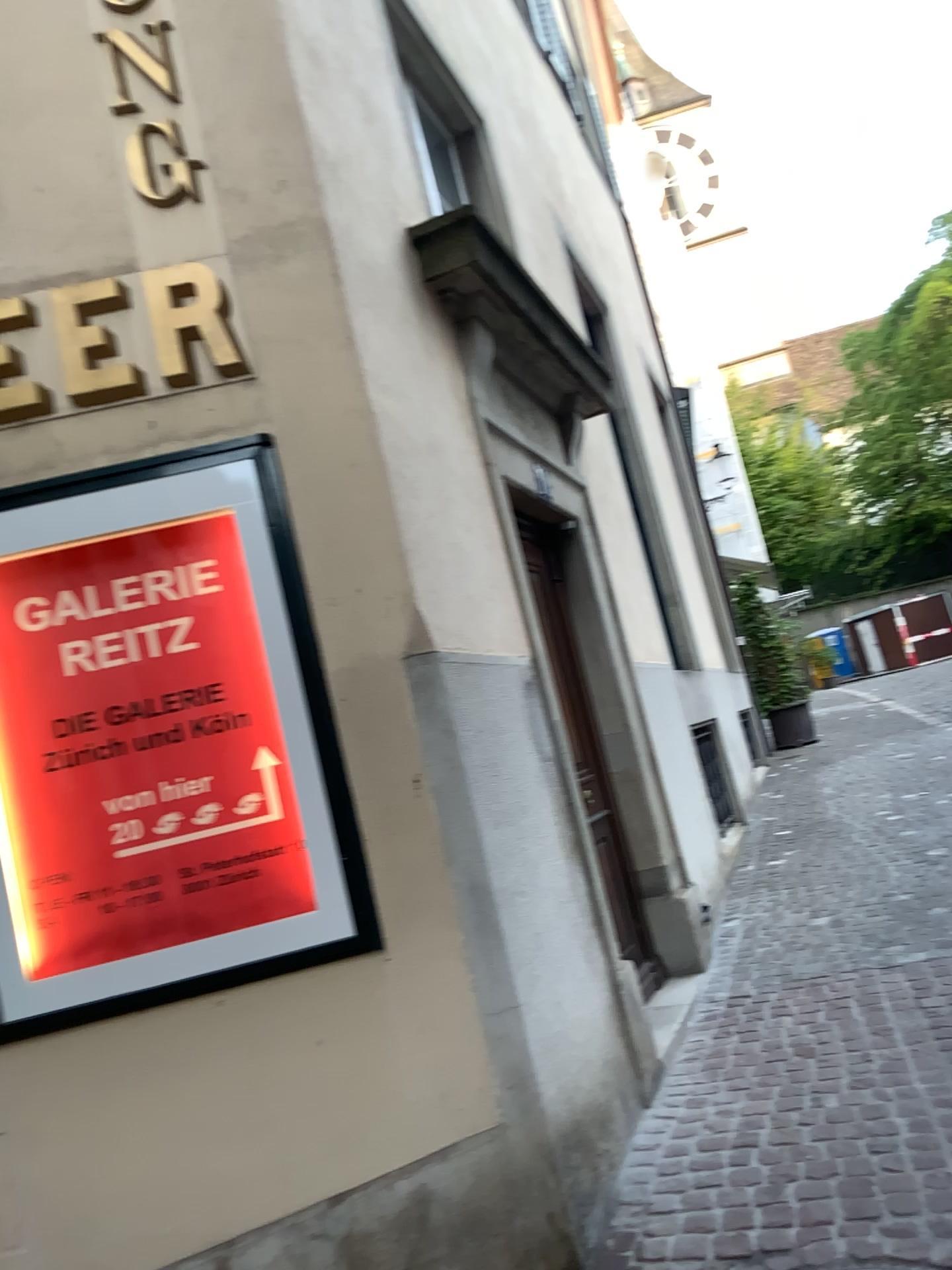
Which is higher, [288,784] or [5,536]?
[5,536]

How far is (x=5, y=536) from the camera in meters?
2.8 m

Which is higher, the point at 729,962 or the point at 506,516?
the point at 506,516

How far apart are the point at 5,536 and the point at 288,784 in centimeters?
101cm

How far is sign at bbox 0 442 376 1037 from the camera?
2.85m

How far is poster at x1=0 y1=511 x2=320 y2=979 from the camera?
2.89m
